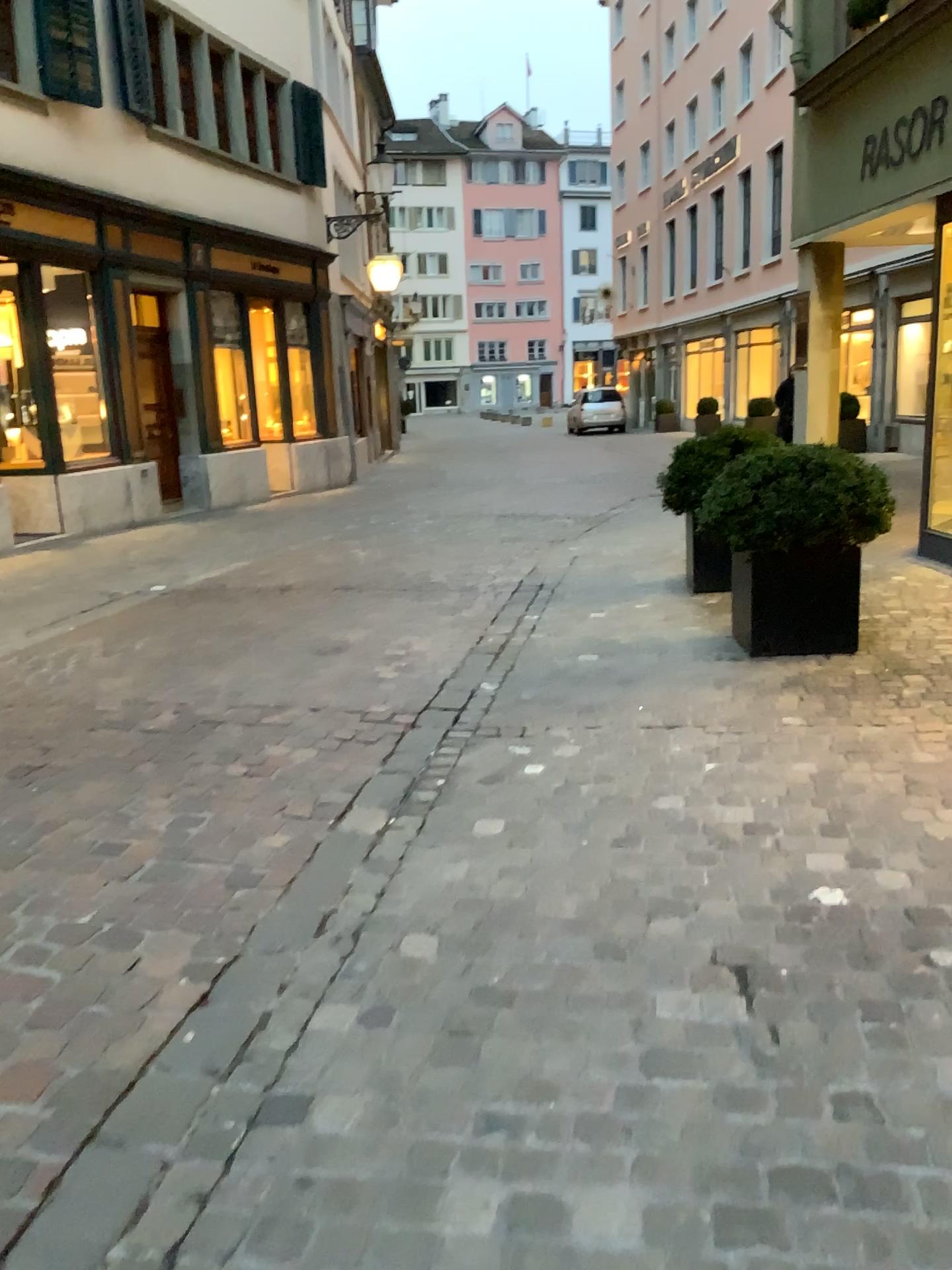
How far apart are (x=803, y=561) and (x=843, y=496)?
0.34m

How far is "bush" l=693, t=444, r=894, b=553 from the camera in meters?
4.8 m

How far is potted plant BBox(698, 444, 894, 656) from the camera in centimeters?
477cm

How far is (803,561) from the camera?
4.9m

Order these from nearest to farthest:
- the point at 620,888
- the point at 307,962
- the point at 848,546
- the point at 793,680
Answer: the point at 307,962 → the point at 620,888 → the point at 793,680 → the point at 848,546

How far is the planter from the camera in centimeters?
488cm

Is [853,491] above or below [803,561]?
above
